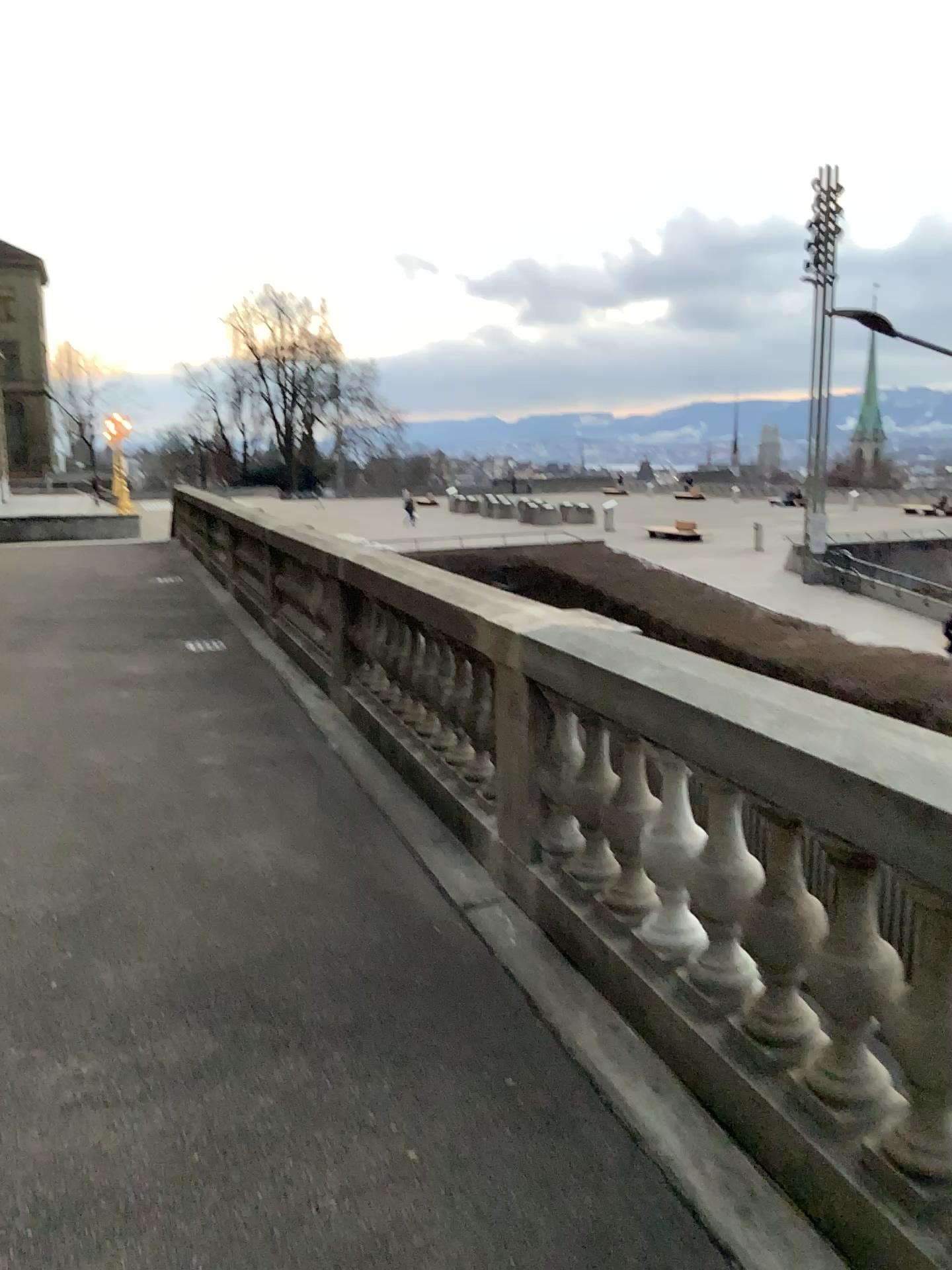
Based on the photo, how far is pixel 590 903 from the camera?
3.5m
